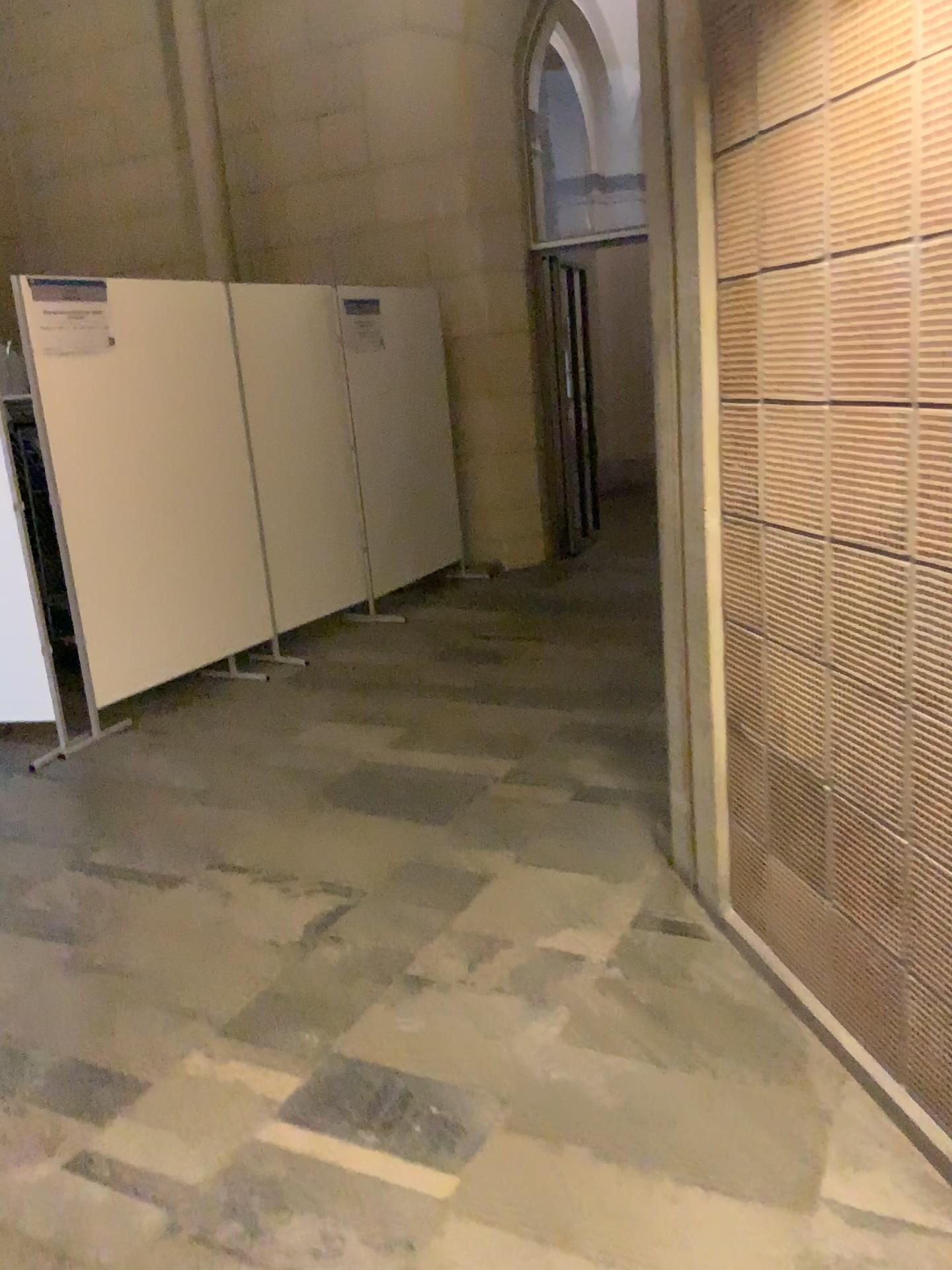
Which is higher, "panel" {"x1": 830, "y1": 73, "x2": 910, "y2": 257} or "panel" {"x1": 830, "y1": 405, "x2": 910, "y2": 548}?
"panel" {"x1": 830, "y1": 73, "x2": 910, "y2": 257}

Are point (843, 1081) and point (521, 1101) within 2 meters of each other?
yes

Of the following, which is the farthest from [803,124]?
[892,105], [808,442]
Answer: [808,442]

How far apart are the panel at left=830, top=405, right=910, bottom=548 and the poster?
3.36m

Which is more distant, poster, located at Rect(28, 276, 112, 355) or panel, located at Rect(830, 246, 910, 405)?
poster, located at Rect(28, 276, 112, 355)

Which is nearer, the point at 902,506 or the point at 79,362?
the point at 902,506

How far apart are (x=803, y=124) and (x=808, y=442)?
0.6m

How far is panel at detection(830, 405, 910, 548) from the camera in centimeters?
174cm

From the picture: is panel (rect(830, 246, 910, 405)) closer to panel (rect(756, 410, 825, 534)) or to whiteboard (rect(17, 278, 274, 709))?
panel (rect(756, 410, 825, 534))

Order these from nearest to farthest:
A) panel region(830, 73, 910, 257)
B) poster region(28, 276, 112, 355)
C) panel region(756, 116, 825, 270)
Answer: panel region(830, 73, 910, 257) < panel region(756, 116, 825, 270) < poster region(28, 276, 112, 355)
